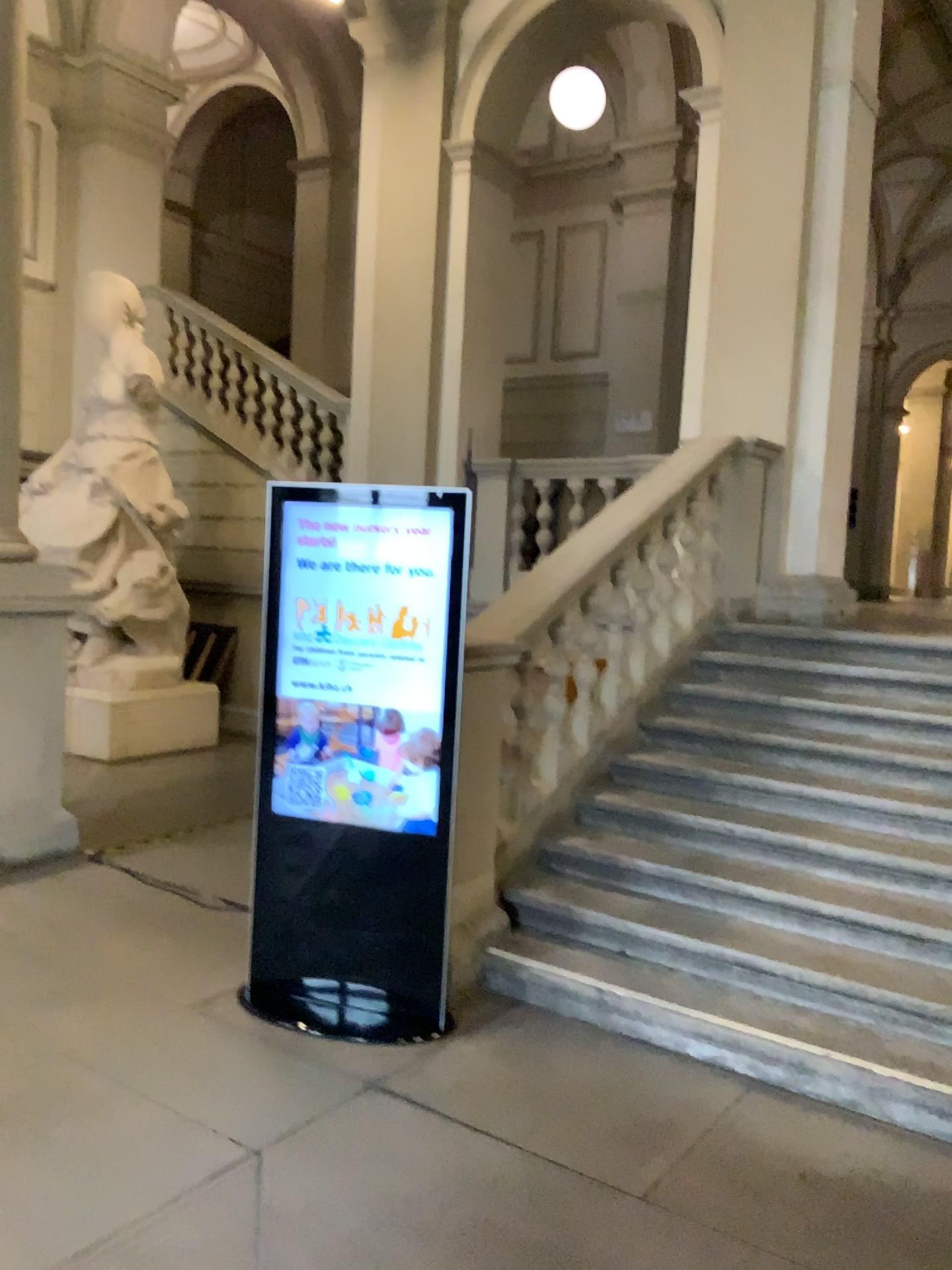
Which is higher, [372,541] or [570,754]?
[372,541]

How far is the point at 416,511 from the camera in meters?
3.6 m

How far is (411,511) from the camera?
3.6m

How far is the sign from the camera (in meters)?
3.56

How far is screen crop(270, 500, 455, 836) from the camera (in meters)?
3.56
